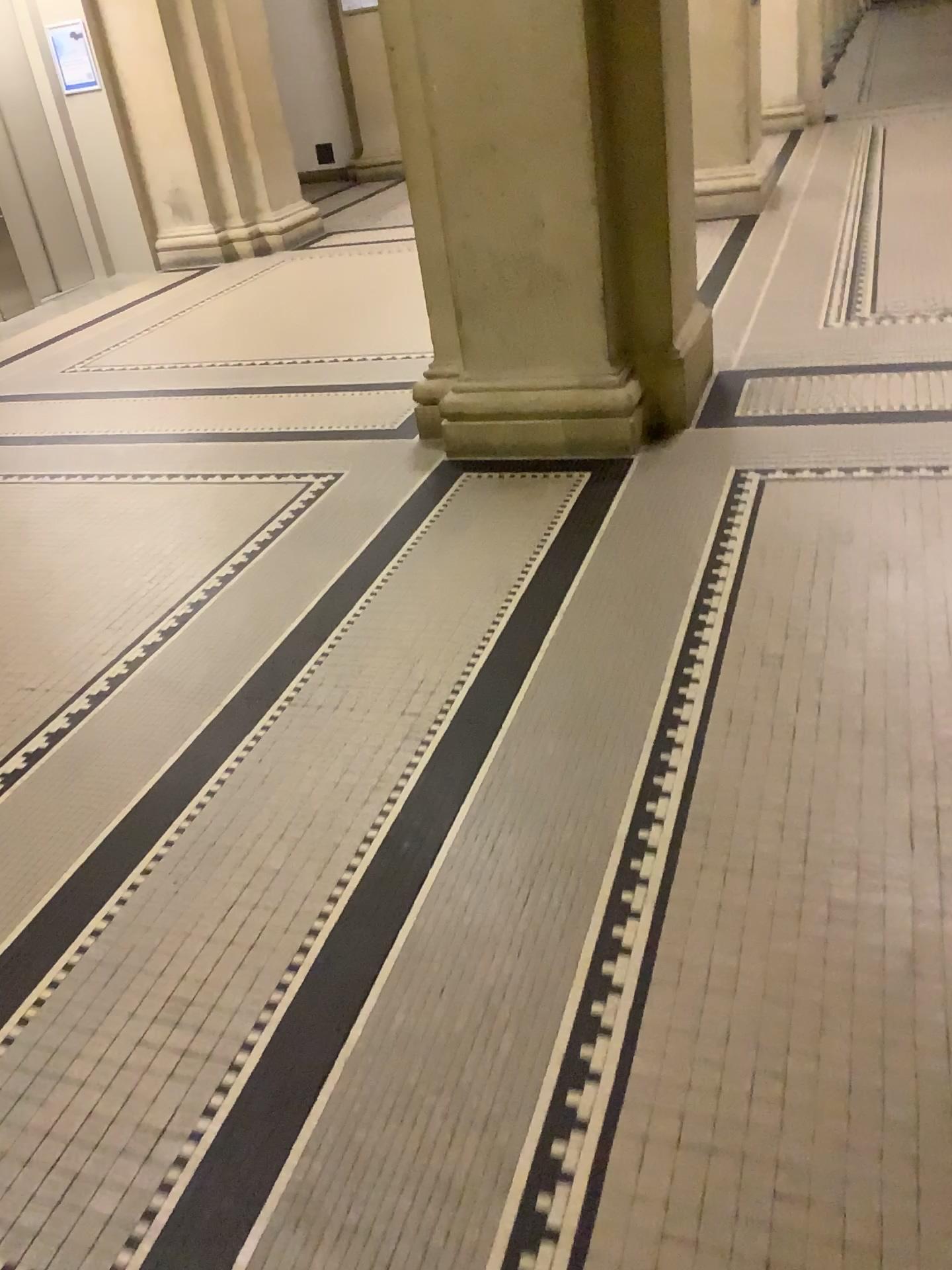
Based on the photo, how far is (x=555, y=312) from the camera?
3.5m
